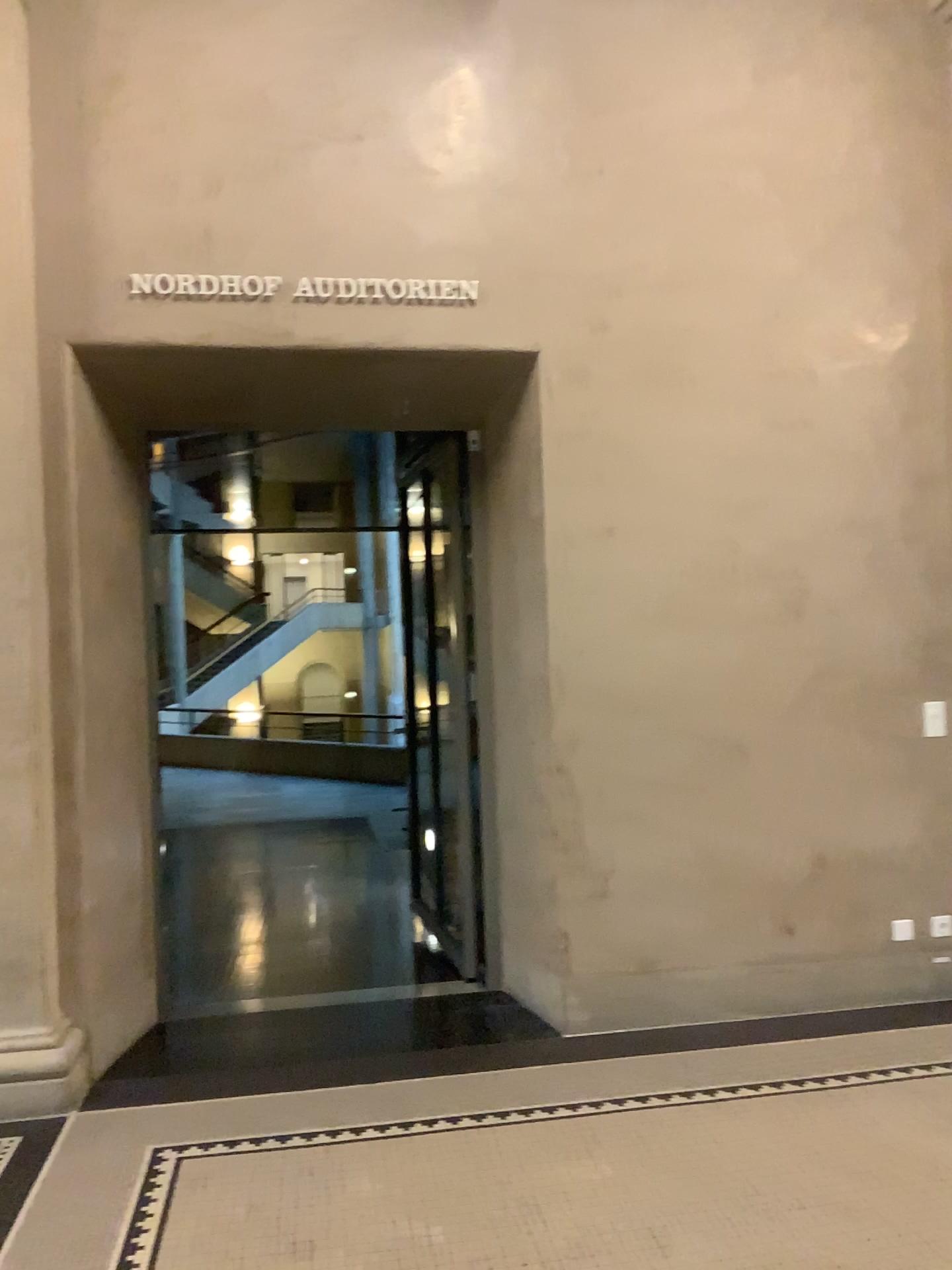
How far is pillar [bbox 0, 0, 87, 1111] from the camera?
3.7m

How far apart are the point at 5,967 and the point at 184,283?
2.6 meters

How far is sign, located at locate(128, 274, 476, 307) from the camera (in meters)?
3.98

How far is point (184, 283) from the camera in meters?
4.0 m

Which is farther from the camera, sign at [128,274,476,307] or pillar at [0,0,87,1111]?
sign at [128,274,476,307]

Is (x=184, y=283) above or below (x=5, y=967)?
above

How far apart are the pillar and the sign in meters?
0.4

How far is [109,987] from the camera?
4.0m
